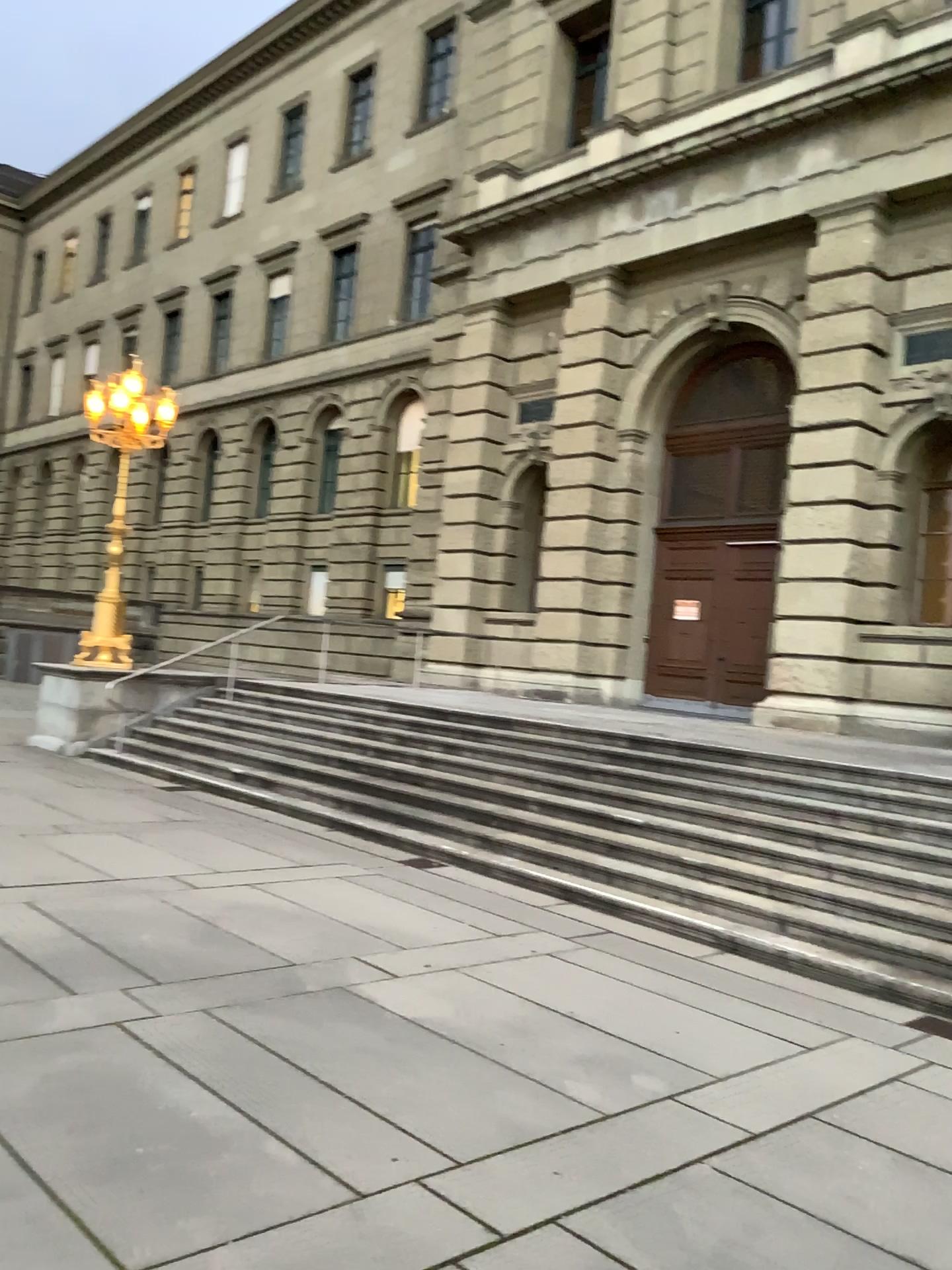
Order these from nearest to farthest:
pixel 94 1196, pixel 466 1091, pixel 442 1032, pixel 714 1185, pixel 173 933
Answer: pixel 94 1196 → pixel 714 1185 → pixel 466 1091 → pixel 442 1032 → pixel 173 933
